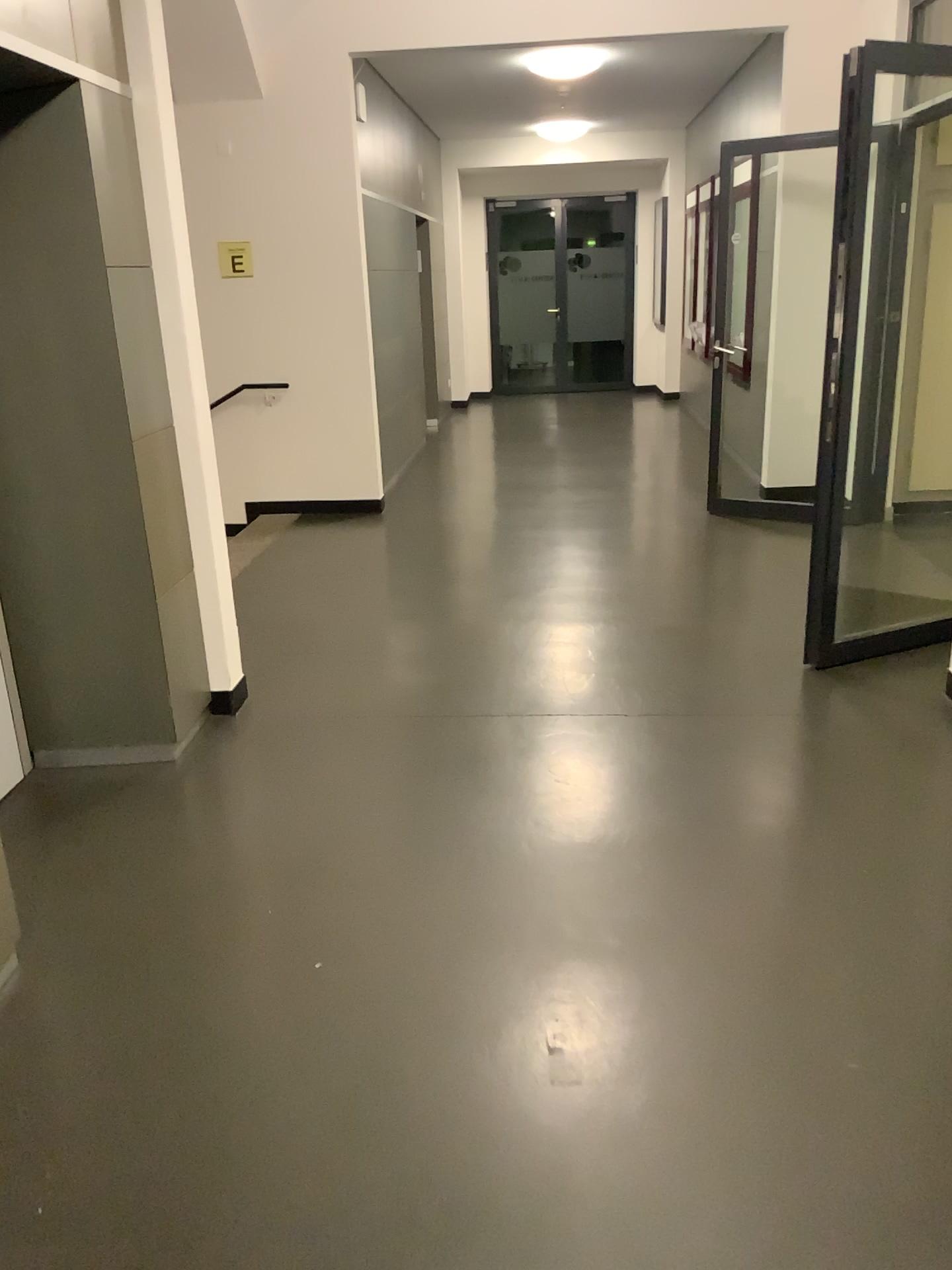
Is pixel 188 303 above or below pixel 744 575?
above
